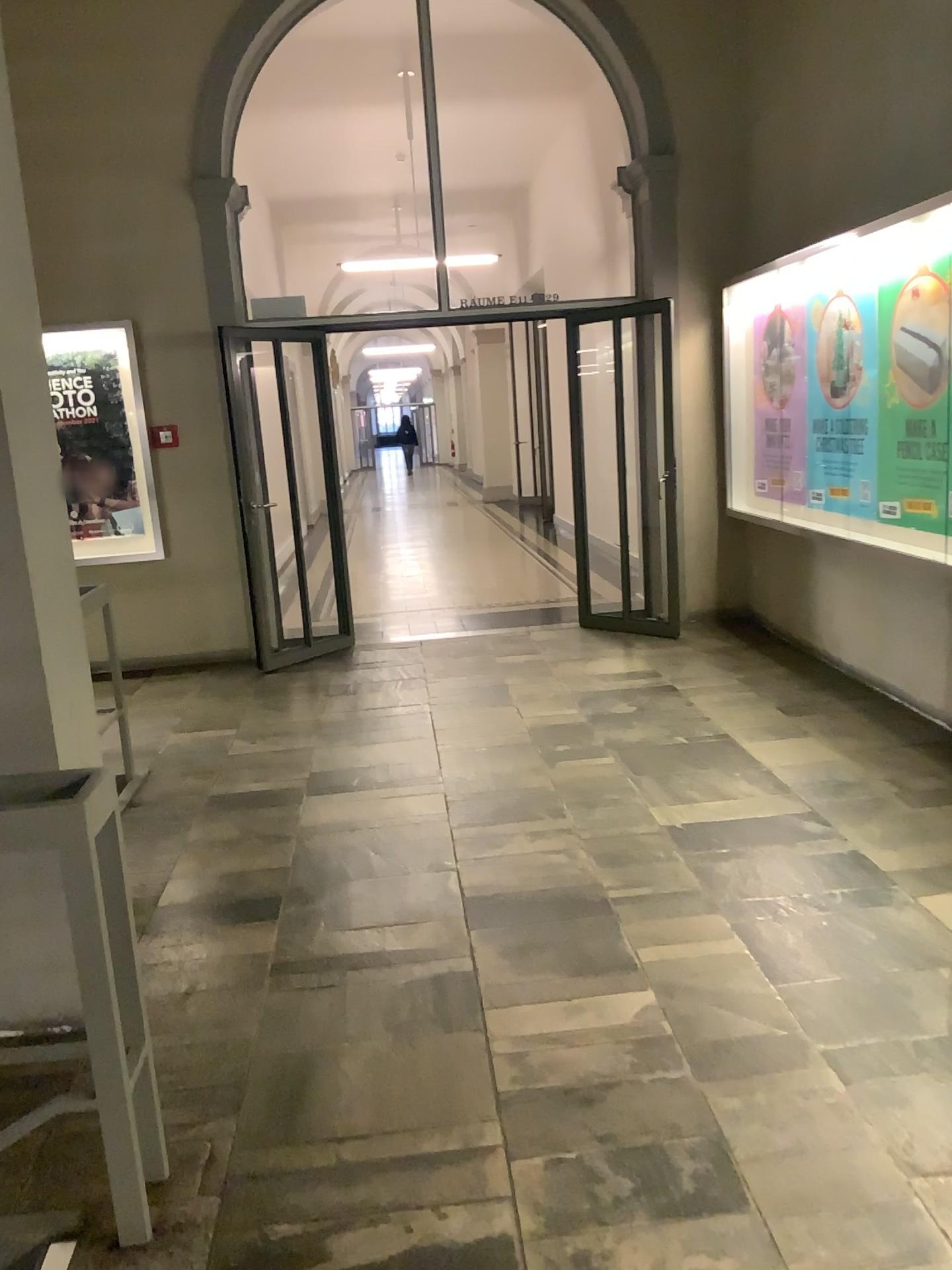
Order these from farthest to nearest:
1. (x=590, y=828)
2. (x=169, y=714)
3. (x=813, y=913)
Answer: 1. (x=169, y=714)
2. (x=590, y=828)
3. (x=813, y=913)
